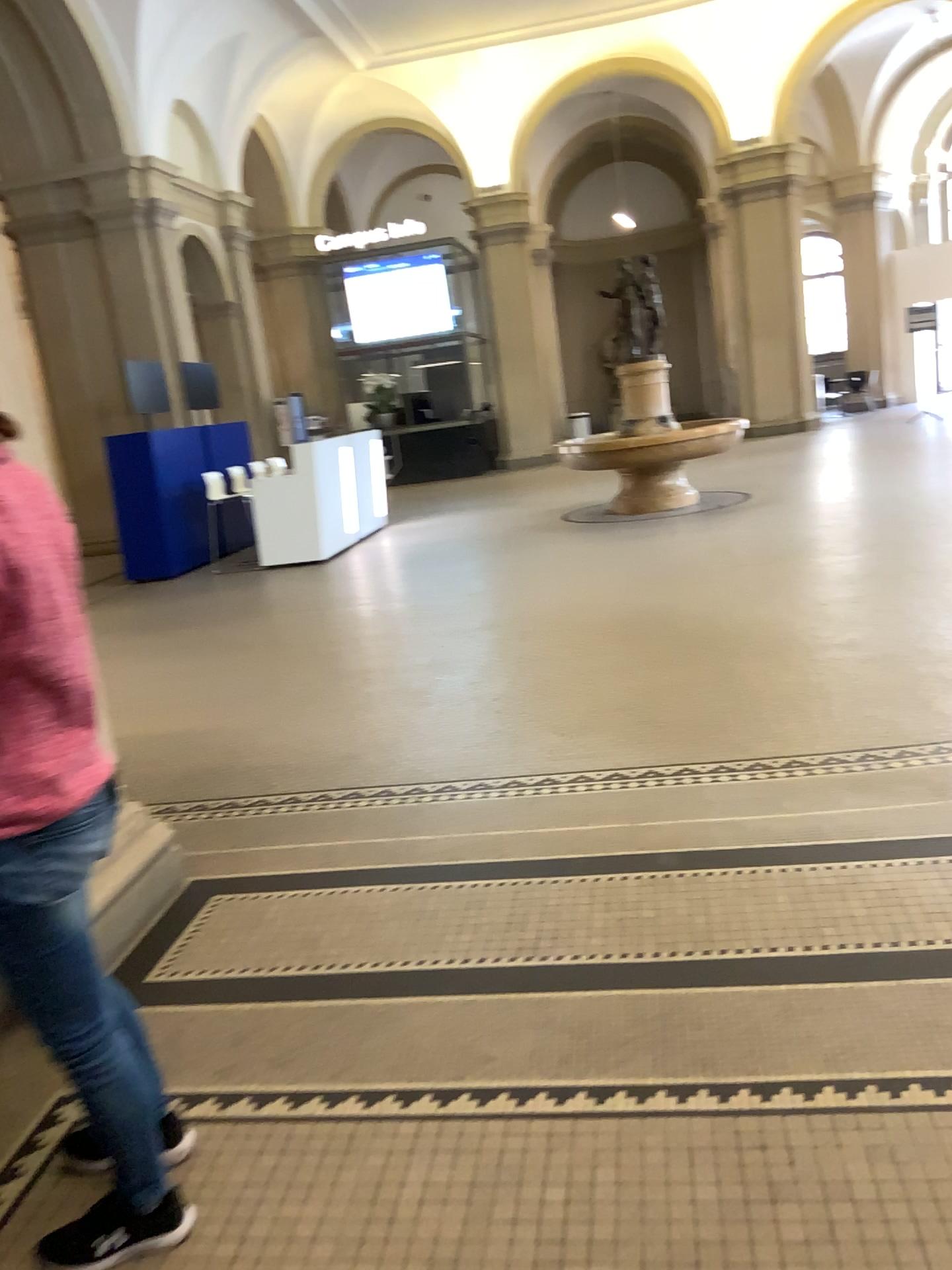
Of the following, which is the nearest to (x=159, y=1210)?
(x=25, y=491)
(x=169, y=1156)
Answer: (x=169, y=1156)

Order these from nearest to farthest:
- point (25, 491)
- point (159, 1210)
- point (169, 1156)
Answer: point (25, 491) < point (159, 1210) < point (169, 1156)

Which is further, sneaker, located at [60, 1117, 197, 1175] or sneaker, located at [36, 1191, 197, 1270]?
sneaker, located at [60, 1117, 197, 1175]

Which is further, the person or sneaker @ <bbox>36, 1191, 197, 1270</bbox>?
sneaker @ <bbox>36, 1191, 197, 1270</bbox>

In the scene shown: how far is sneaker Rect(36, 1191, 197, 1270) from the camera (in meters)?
1.84

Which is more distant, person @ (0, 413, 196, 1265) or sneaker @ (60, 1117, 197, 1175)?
sneaker @ (60, 1117, 197, 1175)

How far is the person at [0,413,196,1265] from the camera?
1.6m

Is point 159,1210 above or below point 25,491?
below

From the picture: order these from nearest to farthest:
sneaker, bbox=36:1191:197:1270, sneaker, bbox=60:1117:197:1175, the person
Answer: the person, sneaker, bbox=36:1191:197:1270, sneaker, bbox=60:1117:197:1175

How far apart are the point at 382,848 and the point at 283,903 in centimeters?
43cm
